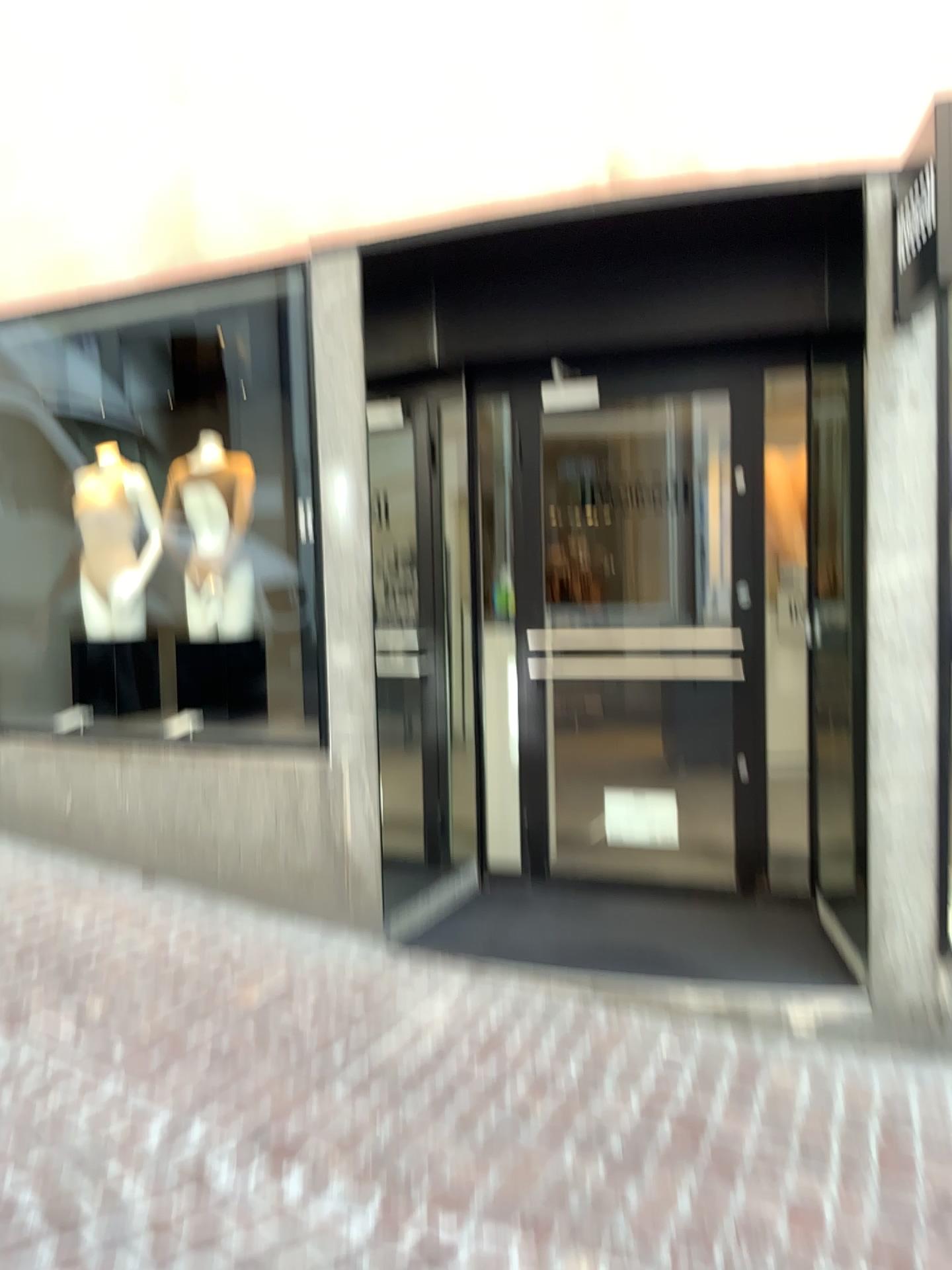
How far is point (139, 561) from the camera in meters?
4.7 m

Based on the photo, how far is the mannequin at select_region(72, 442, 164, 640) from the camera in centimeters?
475cm

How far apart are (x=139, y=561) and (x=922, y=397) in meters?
3.3 m

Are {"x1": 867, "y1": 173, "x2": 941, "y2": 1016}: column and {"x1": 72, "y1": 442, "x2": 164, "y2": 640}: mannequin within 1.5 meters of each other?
no

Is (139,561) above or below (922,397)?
below

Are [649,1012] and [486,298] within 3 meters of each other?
yes

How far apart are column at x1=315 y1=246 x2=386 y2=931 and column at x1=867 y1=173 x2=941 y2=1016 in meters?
1.7

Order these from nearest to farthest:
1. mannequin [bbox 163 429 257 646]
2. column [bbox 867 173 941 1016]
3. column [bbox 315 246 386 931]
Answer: column [bbox 867 173 941 1016]
column [bbox 315 246 386 931]
mannequin [bbox 163 429 257 646]

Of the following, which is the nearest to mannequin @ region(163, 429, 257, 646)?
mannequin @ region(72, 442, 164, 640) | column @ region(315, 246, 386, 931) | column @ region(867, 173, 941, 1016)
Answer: Answer: mannequin @ region(72, 442, 164, 640)

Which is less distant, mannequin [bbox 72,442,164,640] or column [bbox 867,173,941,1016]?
column [bbox 867,173,941,1016]
